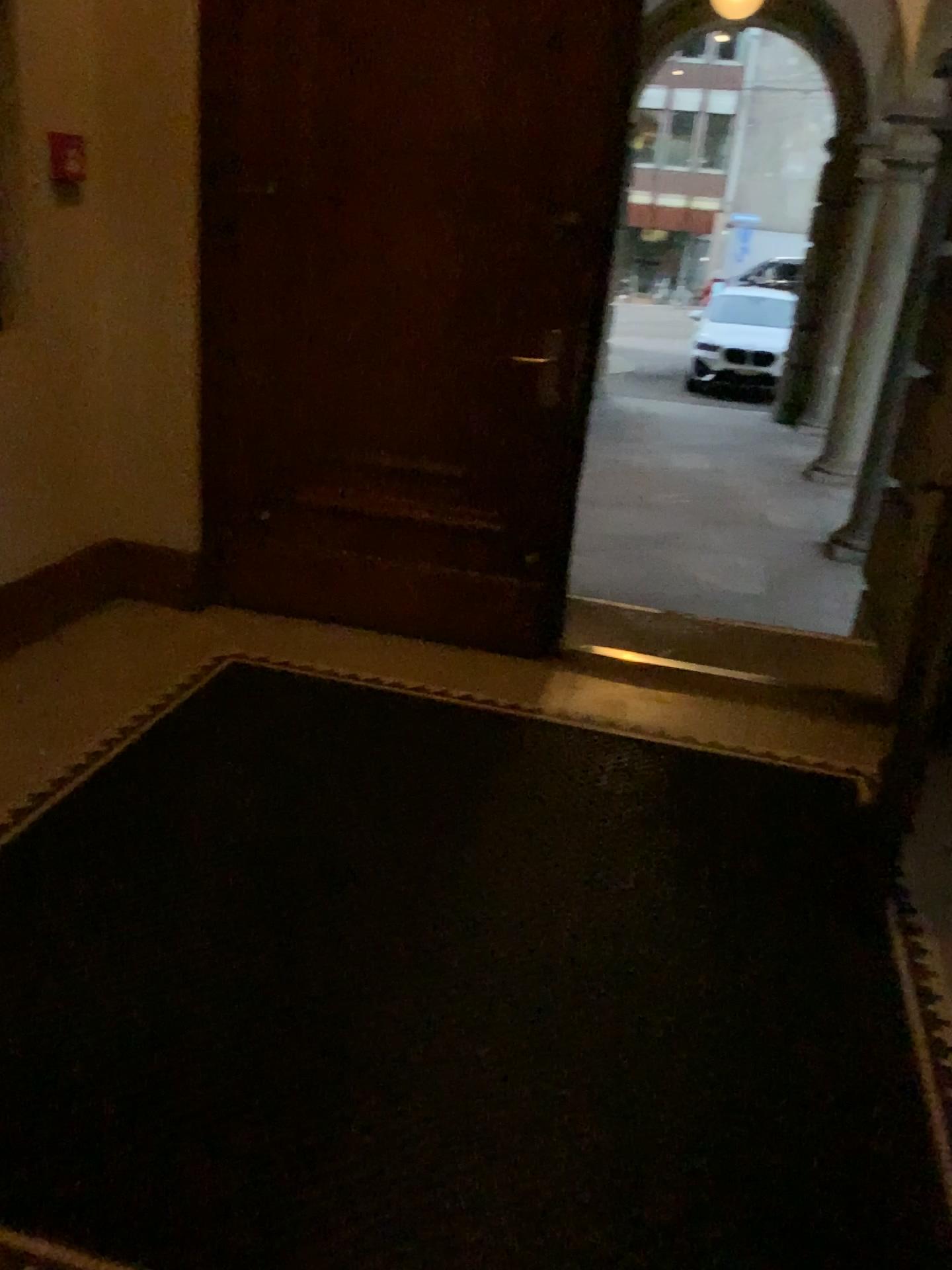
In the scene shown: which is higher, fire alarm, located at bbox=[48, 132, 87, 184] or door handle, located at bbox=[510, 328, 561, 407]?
fire alarm, located at bbox=[48, 132, 87, 184]

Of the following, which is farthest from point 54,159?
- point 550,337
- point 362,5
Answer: point 550,337

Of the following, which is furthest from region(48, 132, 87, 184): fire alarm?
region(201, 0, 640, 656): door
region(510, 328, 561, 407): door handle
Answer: region(510, 328, 561, 407): door handle

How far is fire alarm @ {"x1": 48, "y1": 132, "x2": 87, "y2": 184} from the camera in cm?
321

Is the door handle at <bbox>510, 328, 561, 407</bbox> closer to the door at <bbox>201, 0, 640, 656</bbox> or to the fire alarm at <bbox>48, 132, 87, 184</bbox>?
the door at <bbox>201, 0, 640, 656</bbox>

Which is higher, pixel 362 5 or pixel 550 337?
pixel 362 5

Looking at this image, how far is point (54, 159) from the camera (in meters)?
3.21

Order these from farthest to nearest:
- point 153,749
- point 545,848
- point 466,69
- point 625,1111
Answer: point 466,69, point 153,749, point 545,848, point 625,1111
